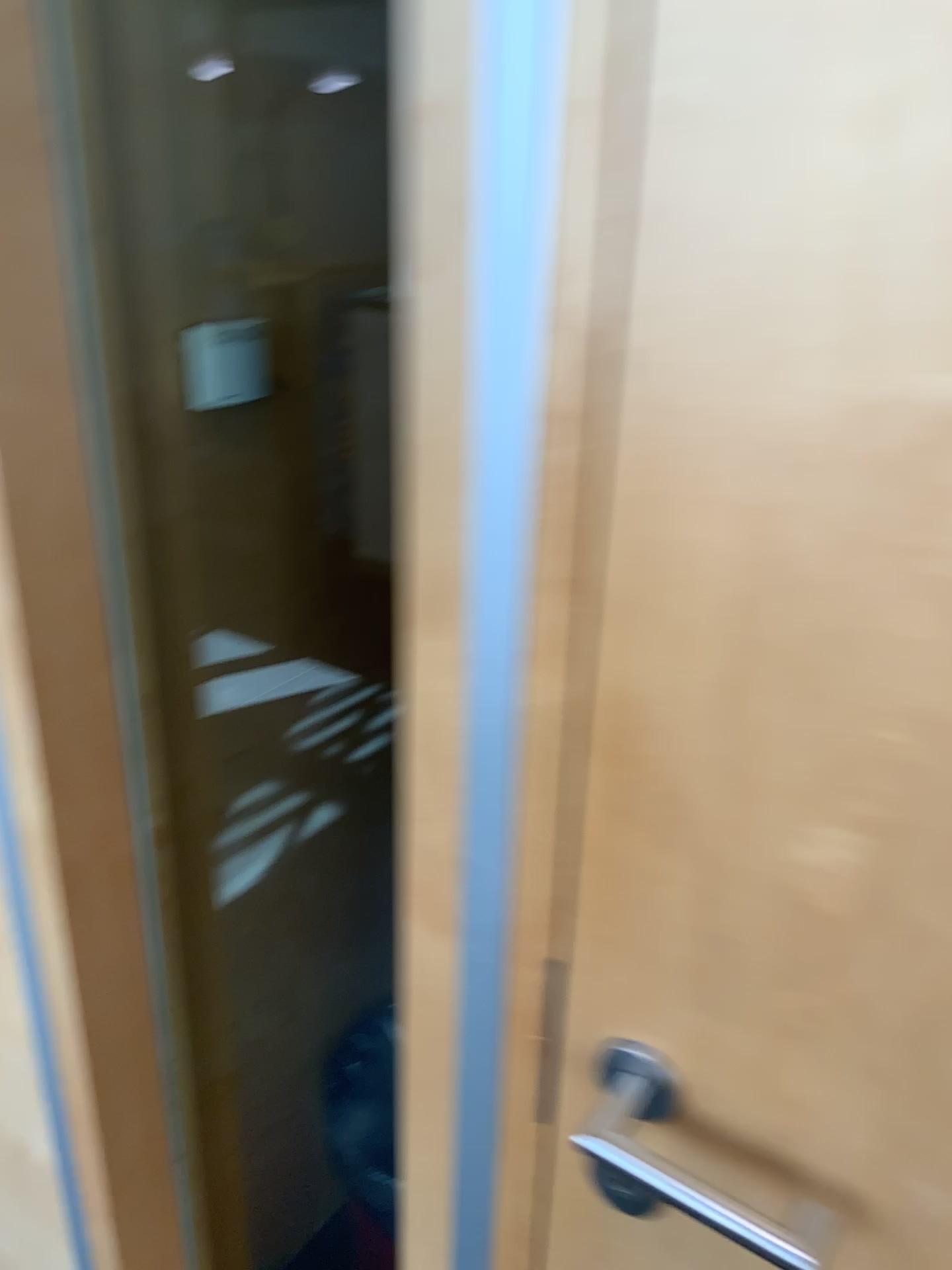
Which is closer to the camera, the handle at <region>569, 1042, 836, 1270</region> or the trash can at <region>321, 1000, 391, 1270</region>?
the handle at <region>569, 1042, 836, 1270</region>

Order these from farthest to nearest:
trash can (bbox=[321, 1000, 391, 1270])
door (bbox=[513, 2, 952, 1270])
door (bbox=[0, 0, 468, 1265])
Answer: trash can (bbox=[321, 1000, 391, 1270]) < door (bbox=[0, 0, 468, 1265]) < door (bbox=[513, 2, 952, 1270])

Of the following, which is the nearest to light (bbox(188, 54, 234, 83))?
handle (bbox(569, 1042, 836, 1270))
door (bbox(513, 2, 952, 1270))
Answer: door (bbox(513, 2, 952, 1270))

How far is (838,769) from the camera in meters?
0.5

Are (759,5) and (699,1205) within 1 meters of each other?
yes

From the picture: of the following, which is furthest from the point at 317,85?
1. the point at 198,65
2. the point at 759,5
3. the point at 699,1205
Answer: the point at 699,1205

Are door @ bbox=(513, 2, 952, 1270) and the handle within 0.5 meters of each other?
yes

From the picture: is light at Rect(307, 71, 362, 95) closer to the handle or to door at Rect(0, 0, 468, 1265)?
door at Rect(0, 0, 468, 1265)

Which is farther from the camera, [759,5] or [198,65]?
[198,65]

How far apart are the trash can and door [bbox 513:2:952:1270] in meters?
0.9
